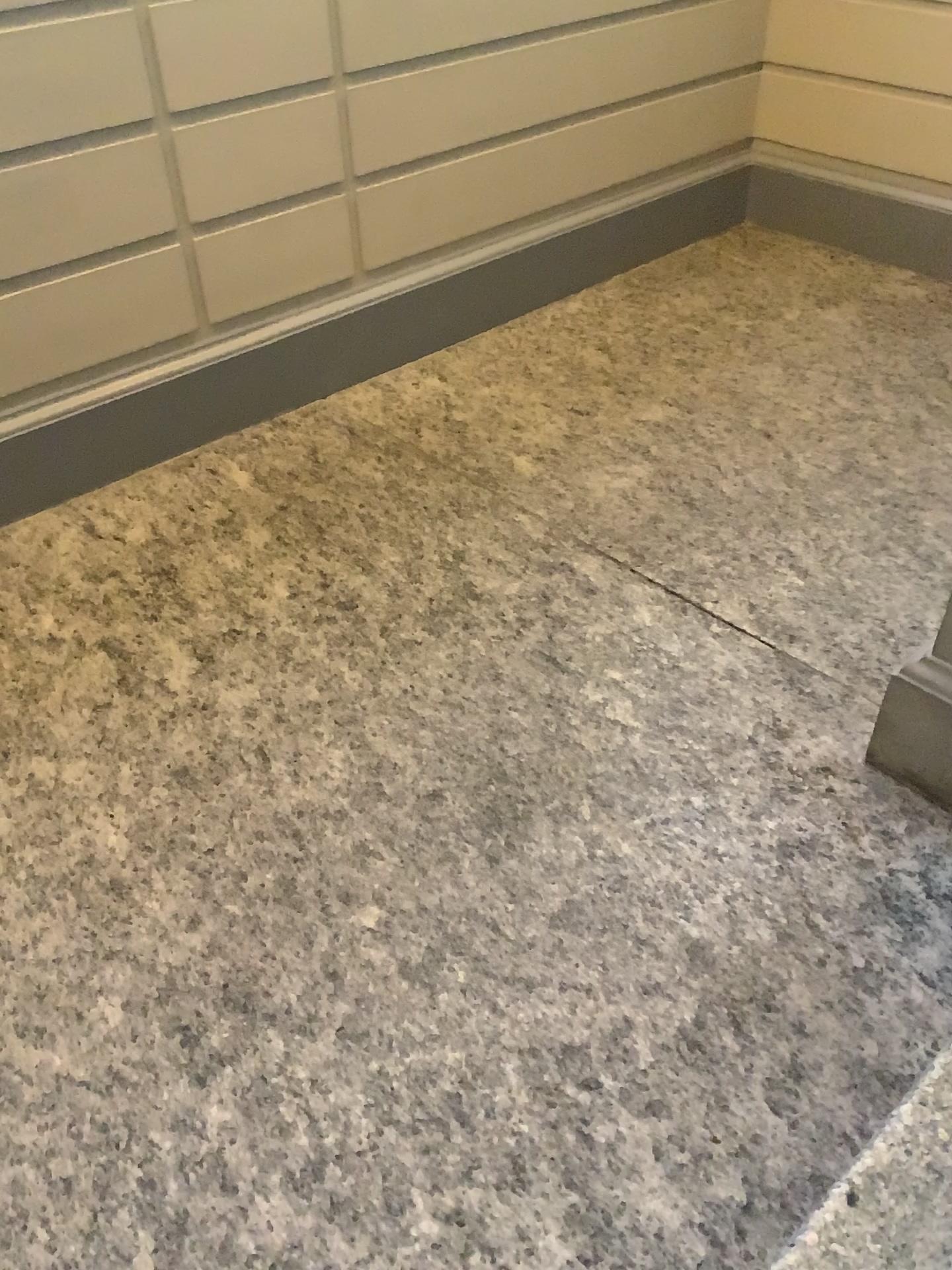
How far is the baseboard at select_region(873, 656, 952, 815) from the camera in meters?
2.2 m

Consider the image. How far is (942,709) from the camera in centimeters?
215cm

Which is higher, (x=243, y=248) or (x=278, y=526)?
(x=243, y=248)

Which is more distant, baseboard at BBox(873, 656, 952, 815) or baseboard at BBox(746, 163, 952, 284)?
baseboard at BBox(746, 163, 952, 284)

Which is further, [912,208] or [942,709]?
[912,208]
